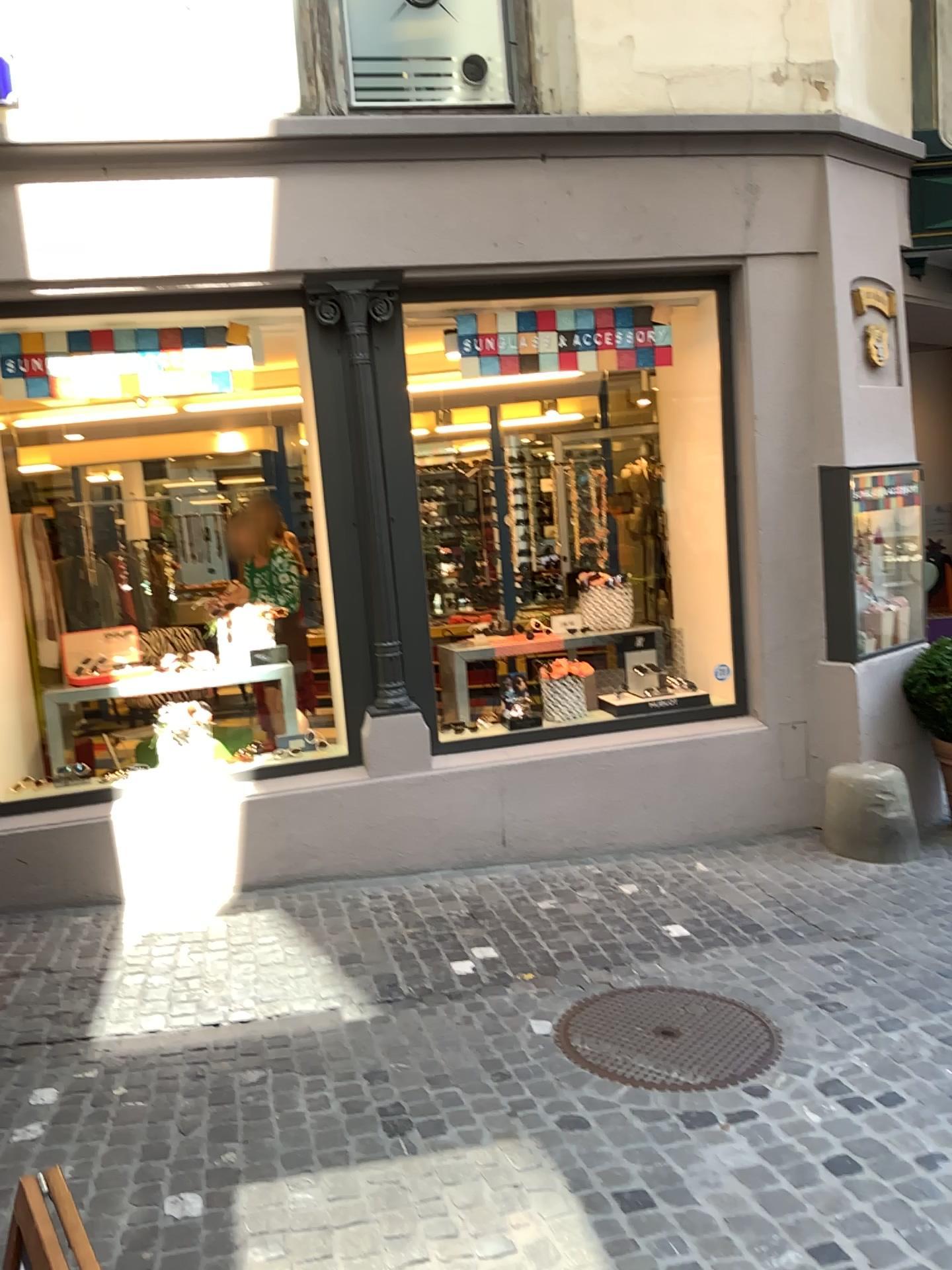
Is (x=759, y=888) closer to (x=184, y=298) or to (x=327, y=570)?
(x=327, y=570)

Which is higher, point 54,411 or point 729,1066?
point 54,411

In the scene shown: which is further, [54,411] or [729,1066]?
[54,411]

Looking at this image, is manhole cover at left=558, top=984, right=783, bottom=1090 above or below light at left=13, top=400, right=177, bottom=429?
below

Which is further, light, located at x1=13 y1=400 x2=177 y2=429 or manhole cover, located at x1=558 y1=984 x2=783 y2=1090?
light, located at x1=13 y1=400 x2=177 y2=429
